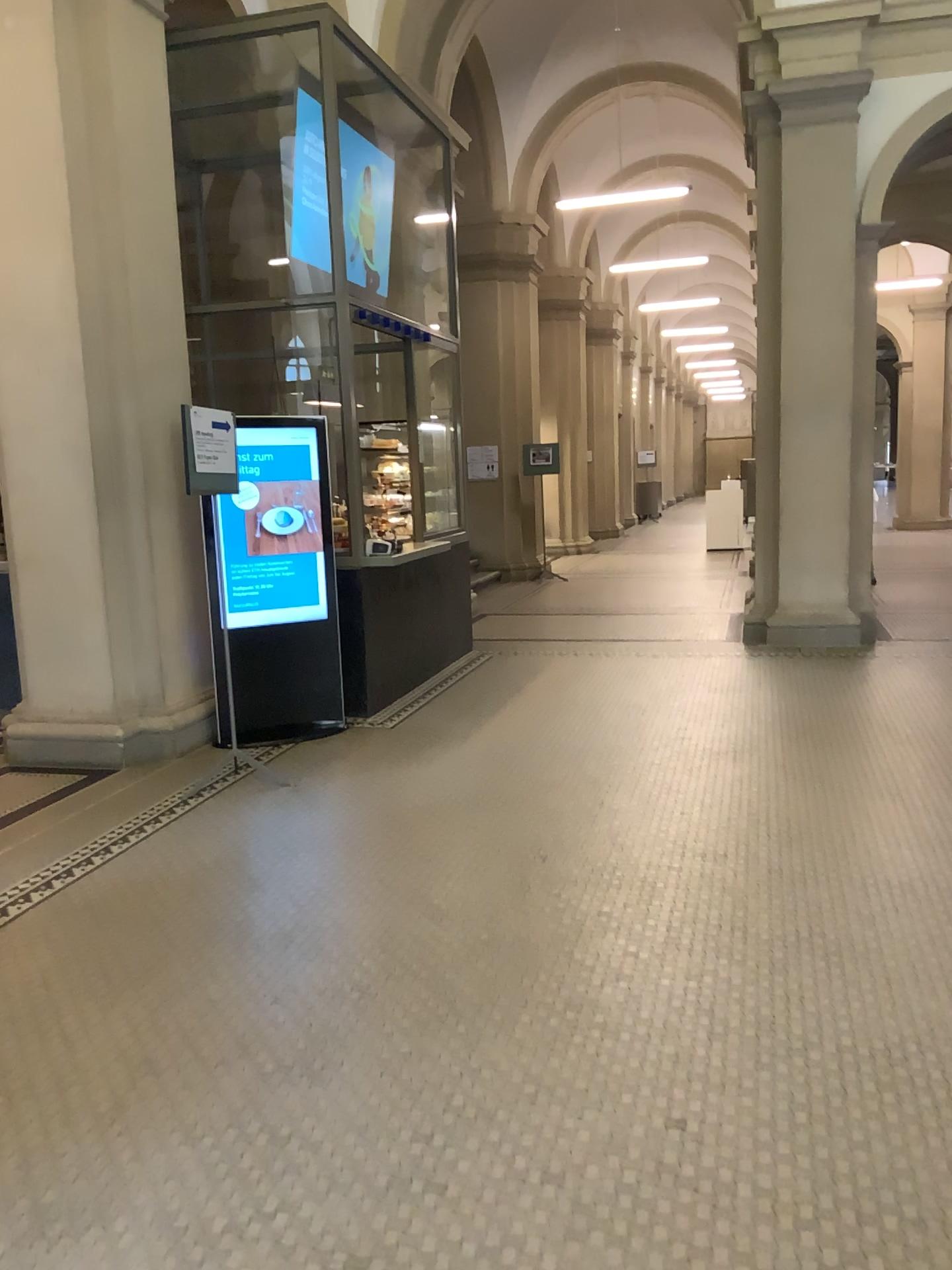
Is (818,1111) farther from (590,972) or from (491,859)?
(491,859)
